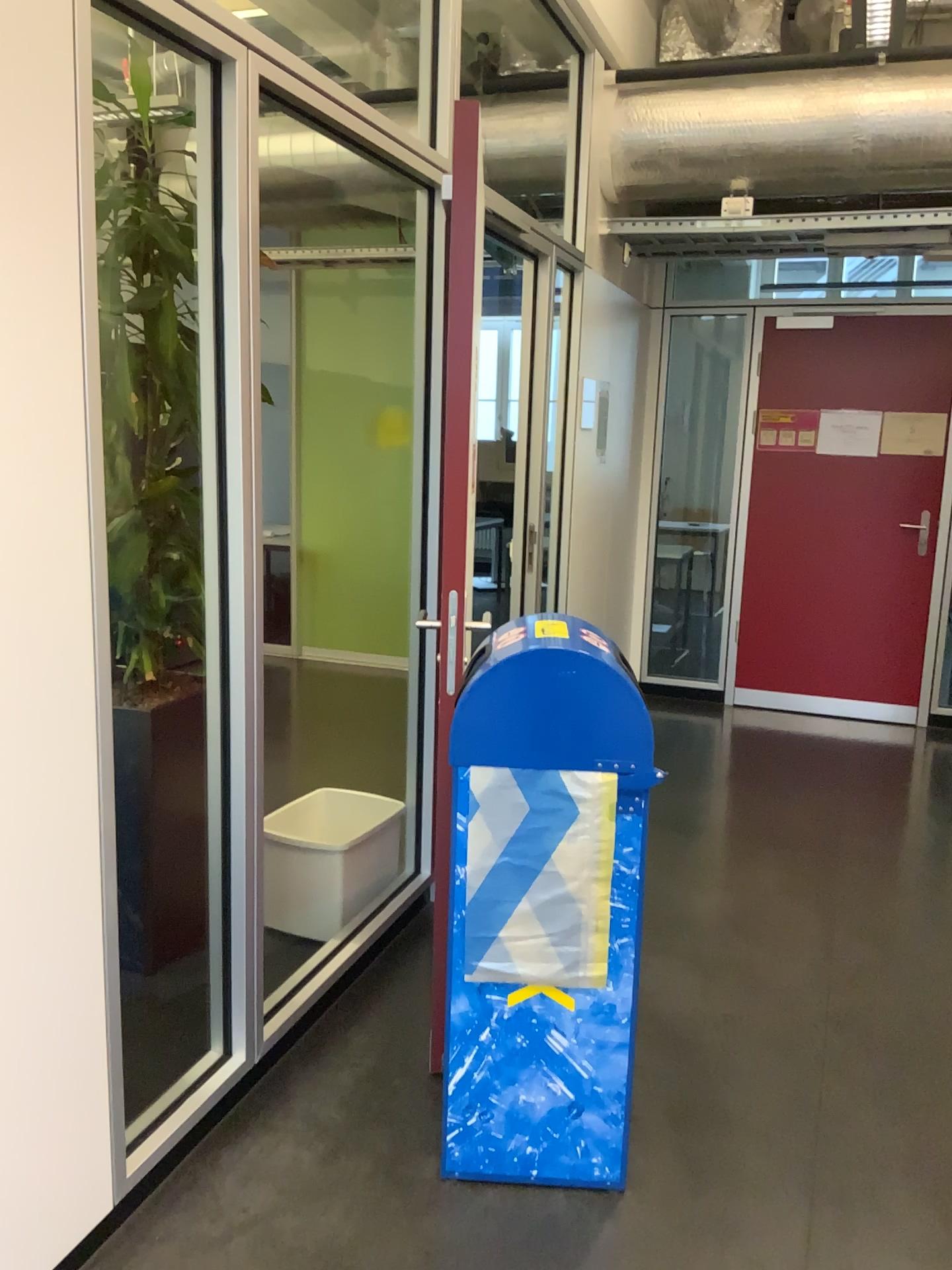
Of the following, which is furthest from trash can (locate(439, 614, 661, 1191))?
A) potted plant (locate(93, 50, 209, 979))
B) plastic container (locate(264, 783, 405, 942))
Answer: potted plant (locate(93, 50, 209, 979))

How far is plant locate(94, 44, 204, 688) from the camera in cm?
273

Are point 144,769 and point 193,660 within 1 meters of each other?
yes

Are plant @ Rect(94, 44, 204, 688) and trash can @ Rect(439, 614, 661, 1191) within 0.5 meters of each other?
no

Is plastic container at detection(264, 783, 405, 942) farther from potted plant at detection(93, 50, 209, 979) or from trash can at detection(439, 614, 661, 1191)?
trash can at detection(439, 614, 661, 1191)

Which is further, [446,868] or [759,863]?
[759,863]

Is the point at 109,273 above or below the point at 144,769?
above

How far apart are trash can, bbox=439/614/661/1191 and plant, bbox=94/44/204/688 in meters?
1.0 m

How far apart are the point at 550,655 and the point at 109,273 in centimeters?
166cm

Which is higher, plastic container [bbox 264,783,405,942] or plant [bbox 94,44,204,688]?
plant [bbox 94,44,204,688]
